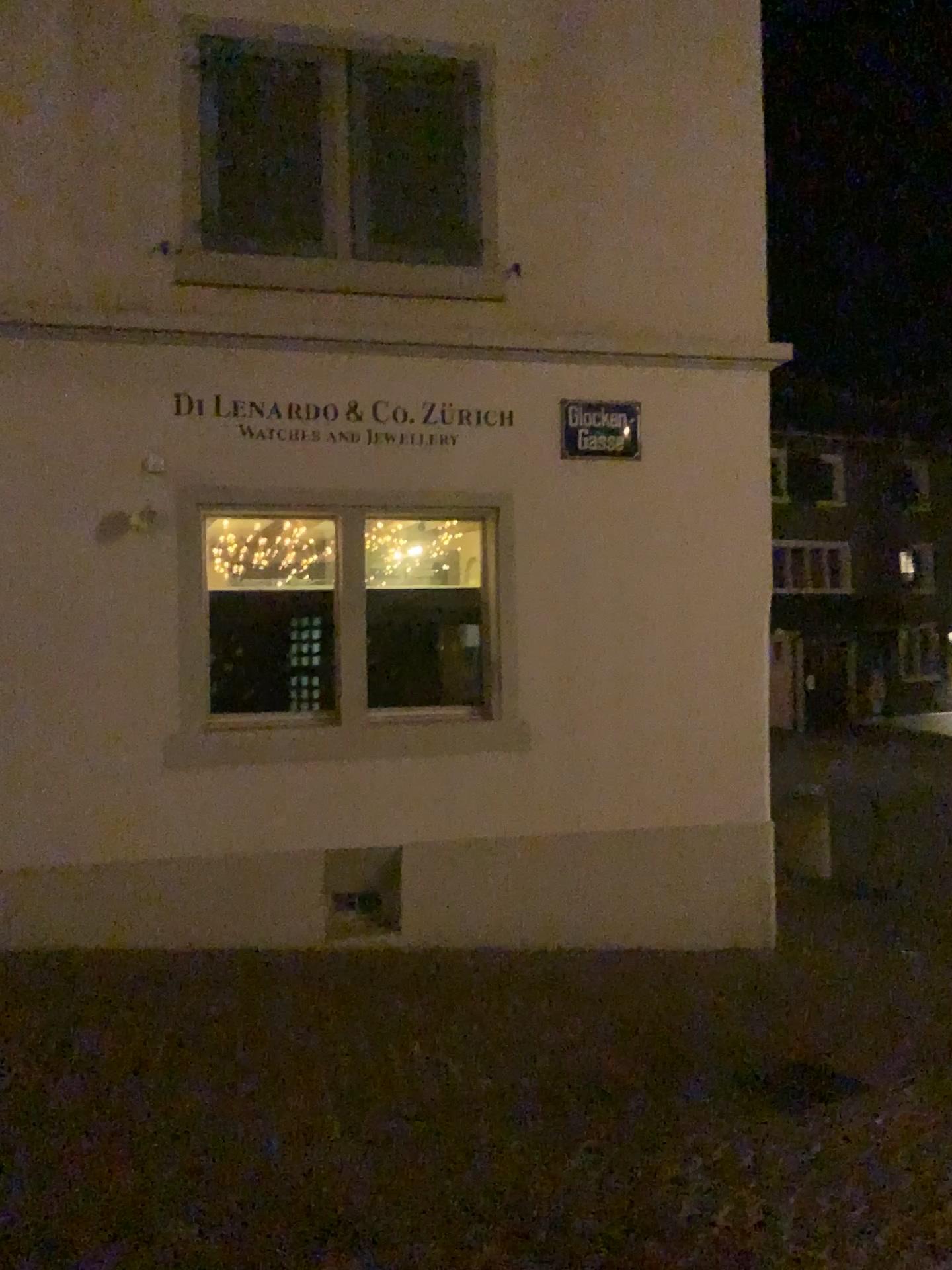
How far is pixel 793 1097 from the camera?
4.3 meters

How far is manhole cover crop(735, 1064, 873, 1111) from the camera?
4.26m

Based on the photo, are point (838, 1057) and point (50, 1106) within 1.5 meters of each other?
no
